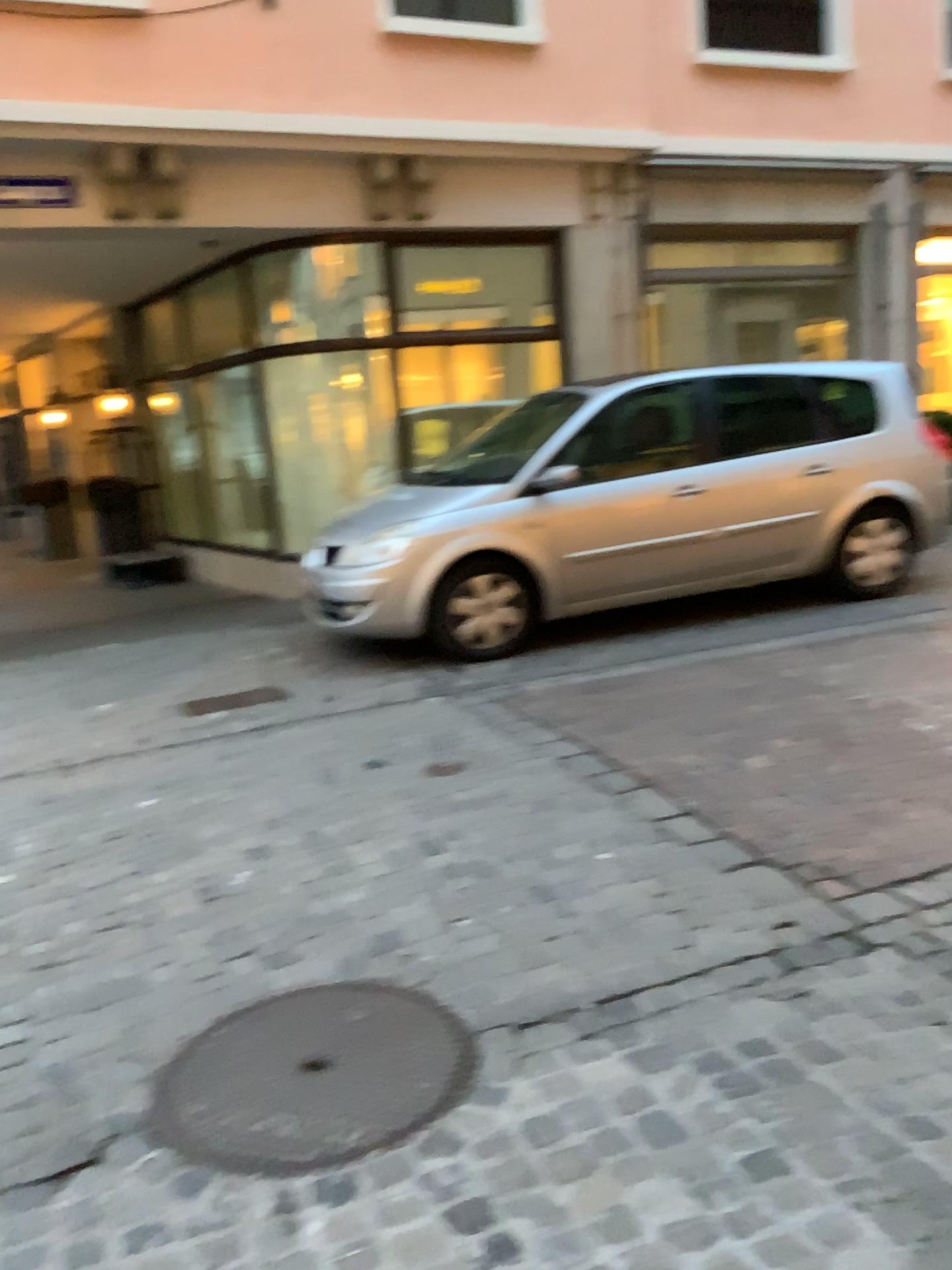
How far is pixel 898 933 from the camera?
2.7 meters
